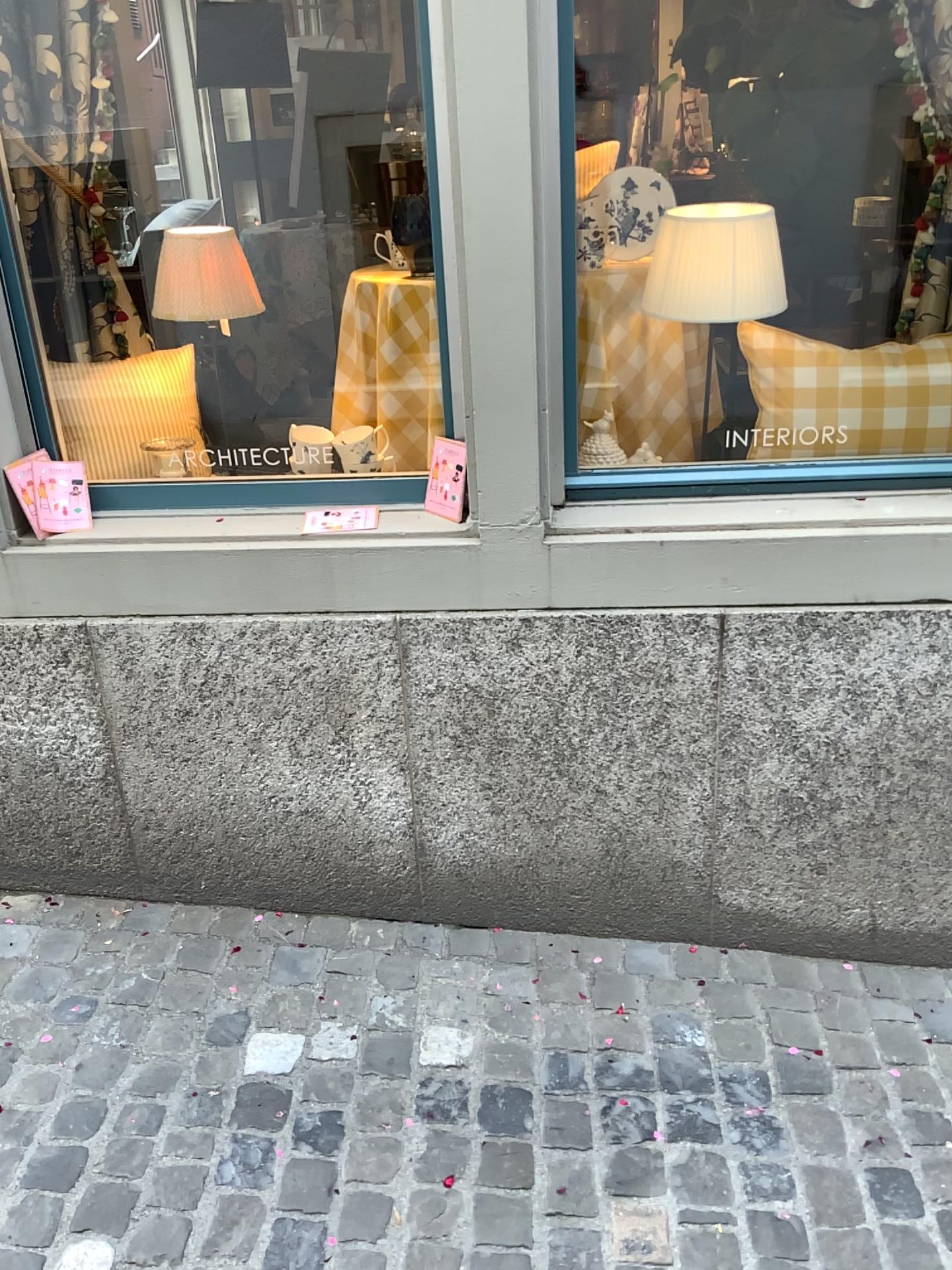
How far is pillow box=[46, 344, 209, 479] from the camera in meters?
2.2 m

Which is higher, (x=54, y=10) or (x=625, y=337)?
(x=54, y=10)

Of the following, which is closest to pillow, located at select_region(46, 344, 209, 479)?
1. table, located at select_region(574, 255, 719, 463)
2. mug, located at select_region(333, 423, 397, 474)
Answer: mug, located at select_region(333, 423, 397, 474)

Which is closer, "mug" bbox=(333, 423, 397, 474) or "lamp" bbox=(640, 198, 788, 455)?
"lamp" bbox=(640, 198, 788, 455)

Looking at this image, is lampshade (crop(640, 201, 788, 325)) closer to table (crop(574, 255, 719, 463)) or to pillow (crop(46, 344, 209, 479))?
table (crop(574, 255, 719, 463))

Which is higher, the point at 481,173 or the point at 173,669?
the point at 481,173

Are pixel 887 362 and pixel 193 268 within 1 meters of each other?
no

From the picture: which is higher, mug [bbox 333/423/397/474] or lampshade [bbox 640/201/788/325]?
lampshade [bbox 640/201/788/325]

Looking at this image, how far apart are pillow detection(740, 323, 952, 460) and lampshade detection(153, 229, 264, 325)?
1.03m

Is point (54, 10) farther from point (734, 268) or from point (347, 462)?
point (734, 268)
